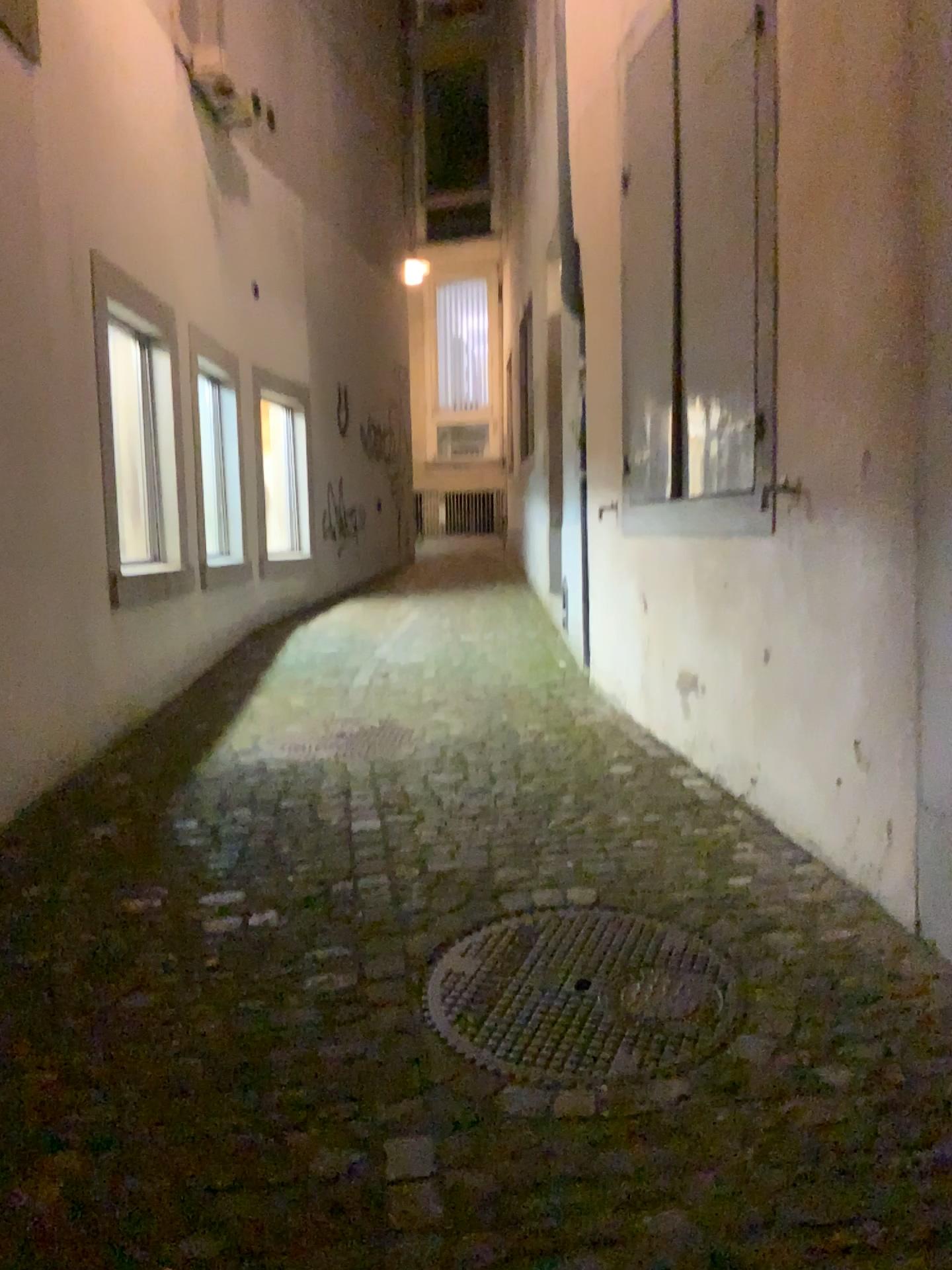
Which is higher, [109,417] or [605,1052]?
[109,417]

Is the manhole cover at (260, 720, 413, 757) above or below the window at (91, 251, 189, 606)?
below

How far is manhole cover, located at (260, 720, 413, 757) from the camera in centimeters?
419cm

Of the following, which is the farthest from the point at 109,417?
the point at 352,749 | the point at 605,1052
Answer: the point at 605,1052

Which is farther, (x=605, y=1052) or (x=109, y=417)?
(x=109, y=417)

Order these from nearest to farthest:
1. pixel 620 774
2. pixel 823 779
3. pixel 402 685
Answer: pixel 823 779 → pixel 620 774 → pixel 402 685

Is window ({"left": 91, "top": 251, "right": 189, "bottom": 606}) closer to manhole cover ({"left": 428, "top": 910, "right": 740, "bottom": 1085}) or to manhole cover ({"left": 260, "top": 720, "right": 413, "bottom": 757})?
manhole cover ({"left": 260, "top": 720, "right": 413, "bottom": 757})

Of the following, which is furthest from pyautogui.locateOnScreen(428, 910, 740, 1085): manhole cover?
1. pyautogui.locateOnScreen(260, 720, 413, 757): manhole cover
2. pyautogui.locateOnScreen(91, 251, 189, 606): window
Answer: pyautogui.locateOnScreen(91, 251, 189, 606): window

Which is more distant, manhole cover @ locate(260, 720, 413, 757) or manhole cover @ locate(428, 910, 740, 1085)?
manhole cover @ locate(260, 720, 413, 757)
